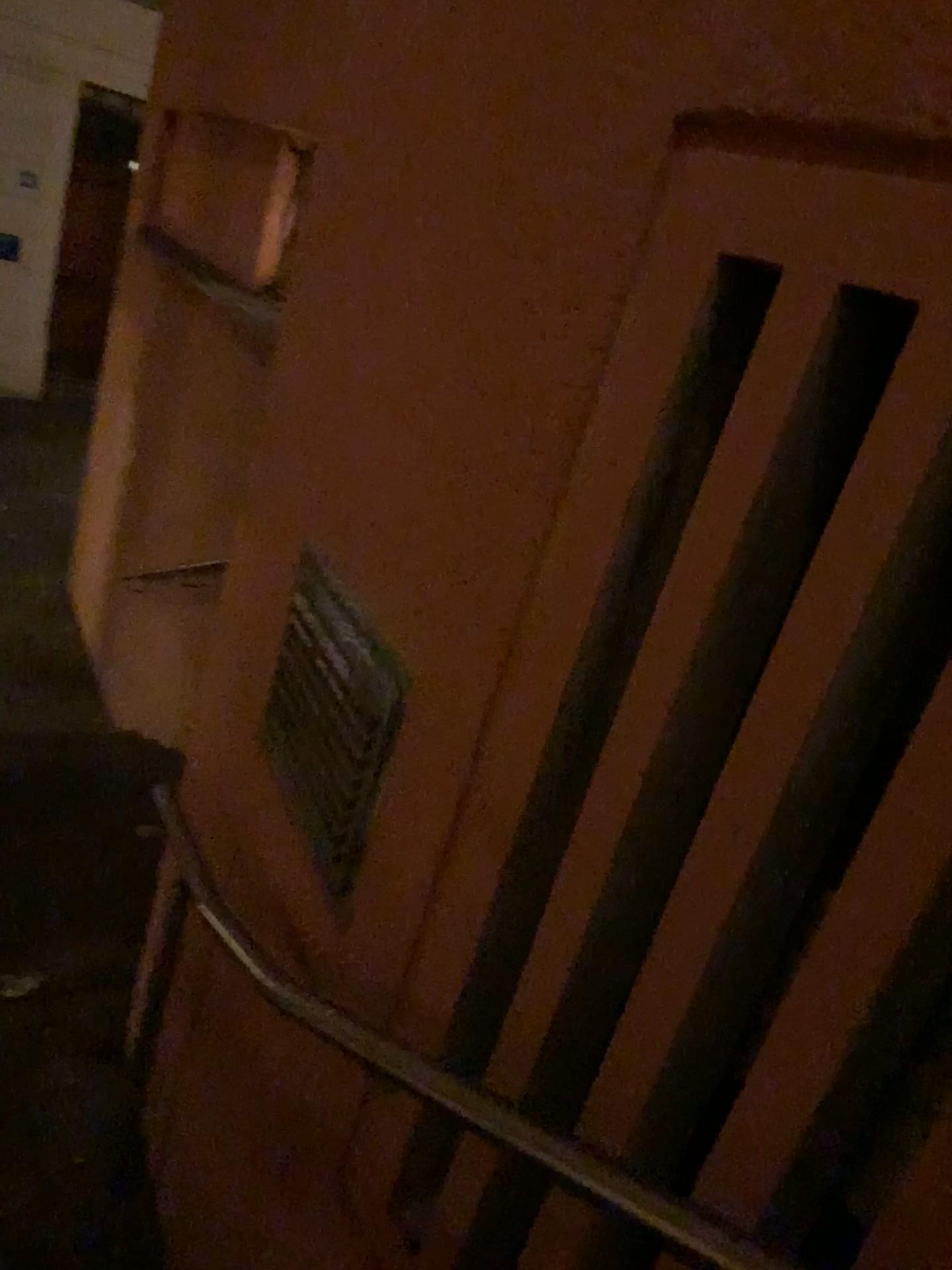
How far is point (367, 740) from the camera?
1.4m

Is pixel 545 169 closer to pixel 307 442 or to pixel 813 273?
pixel 813 273

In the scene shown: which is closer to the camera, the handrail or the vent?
the handrail

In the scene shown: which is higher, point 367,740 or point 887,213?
point 887,213

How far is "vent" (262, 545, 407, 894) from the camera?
1.4 meters

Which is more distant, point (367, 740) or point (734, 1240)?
point (367, 740)

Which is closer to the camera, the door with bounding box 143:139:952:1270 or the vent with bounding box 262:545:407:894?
the door with bounding box 143:139:952:1270
